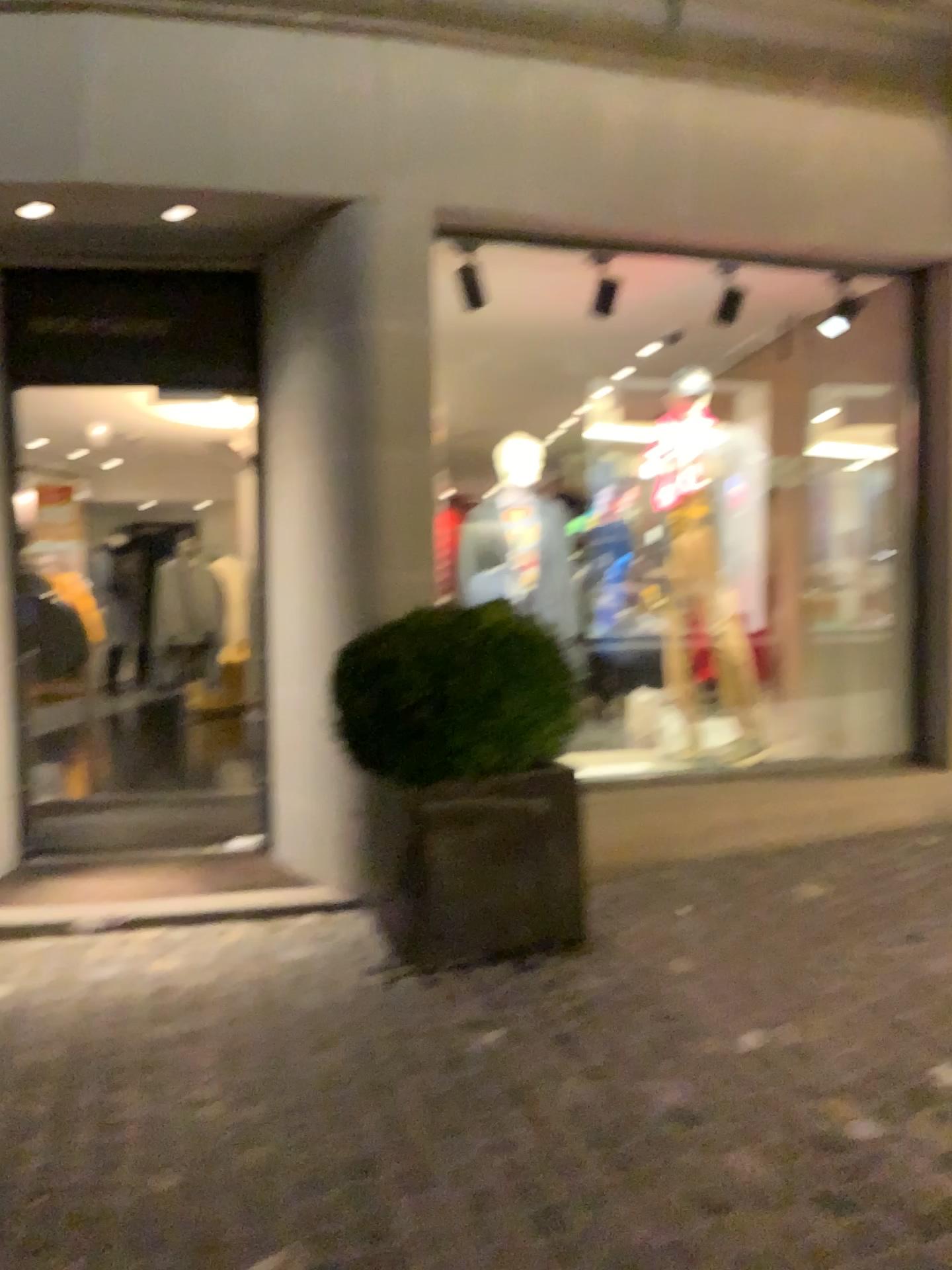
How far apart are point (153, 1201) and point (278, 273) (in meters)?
3.57

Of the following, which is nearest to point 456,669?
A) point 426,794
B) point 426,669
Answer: point 426,669

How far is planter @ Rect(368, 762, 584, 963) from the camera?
3.37m

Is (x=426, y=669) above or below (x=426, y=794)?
above

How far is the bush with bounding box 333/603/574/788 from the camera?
3.25m

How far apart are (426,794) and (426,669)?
0.41m

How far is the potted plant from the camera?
3.3m
